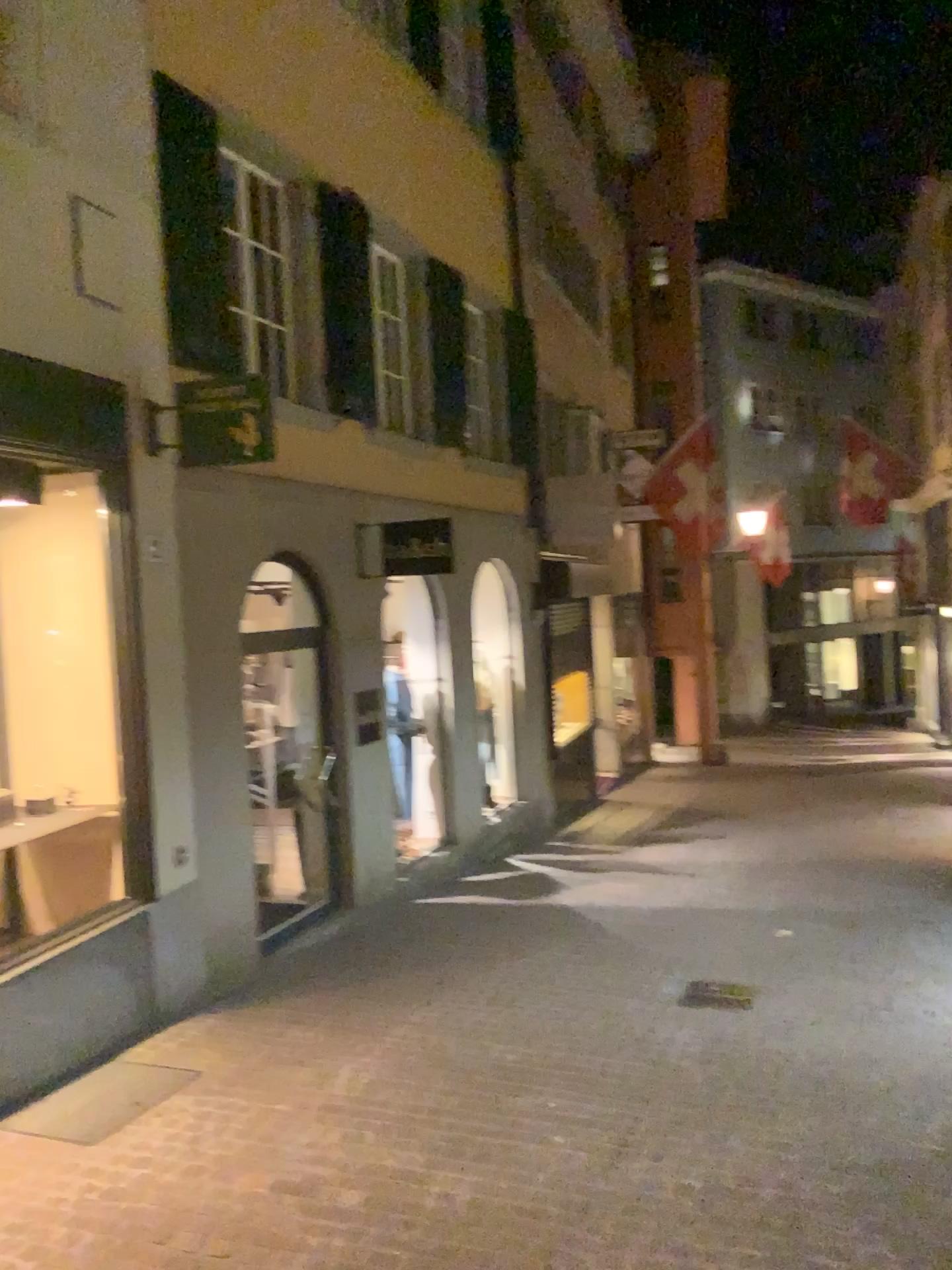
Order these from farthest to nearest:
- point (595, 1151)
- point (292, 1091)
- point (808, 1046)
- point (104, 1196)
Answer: → point (808, 1046) → point (292, 1091) → point (595, 1151) → point (104, 1196)
